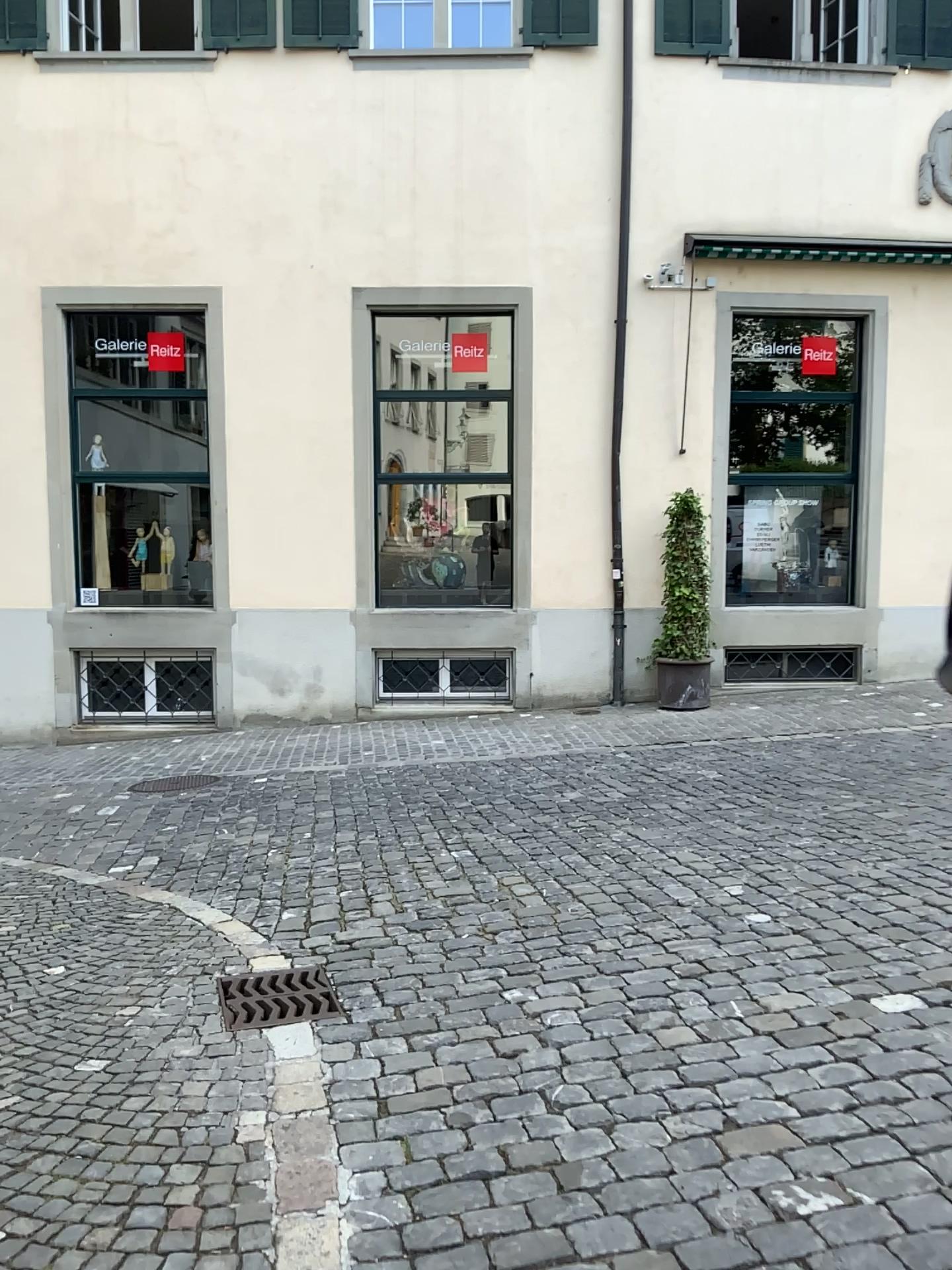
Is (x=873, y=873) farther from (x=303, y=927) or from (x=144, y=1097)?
(x=144, y=1097)
